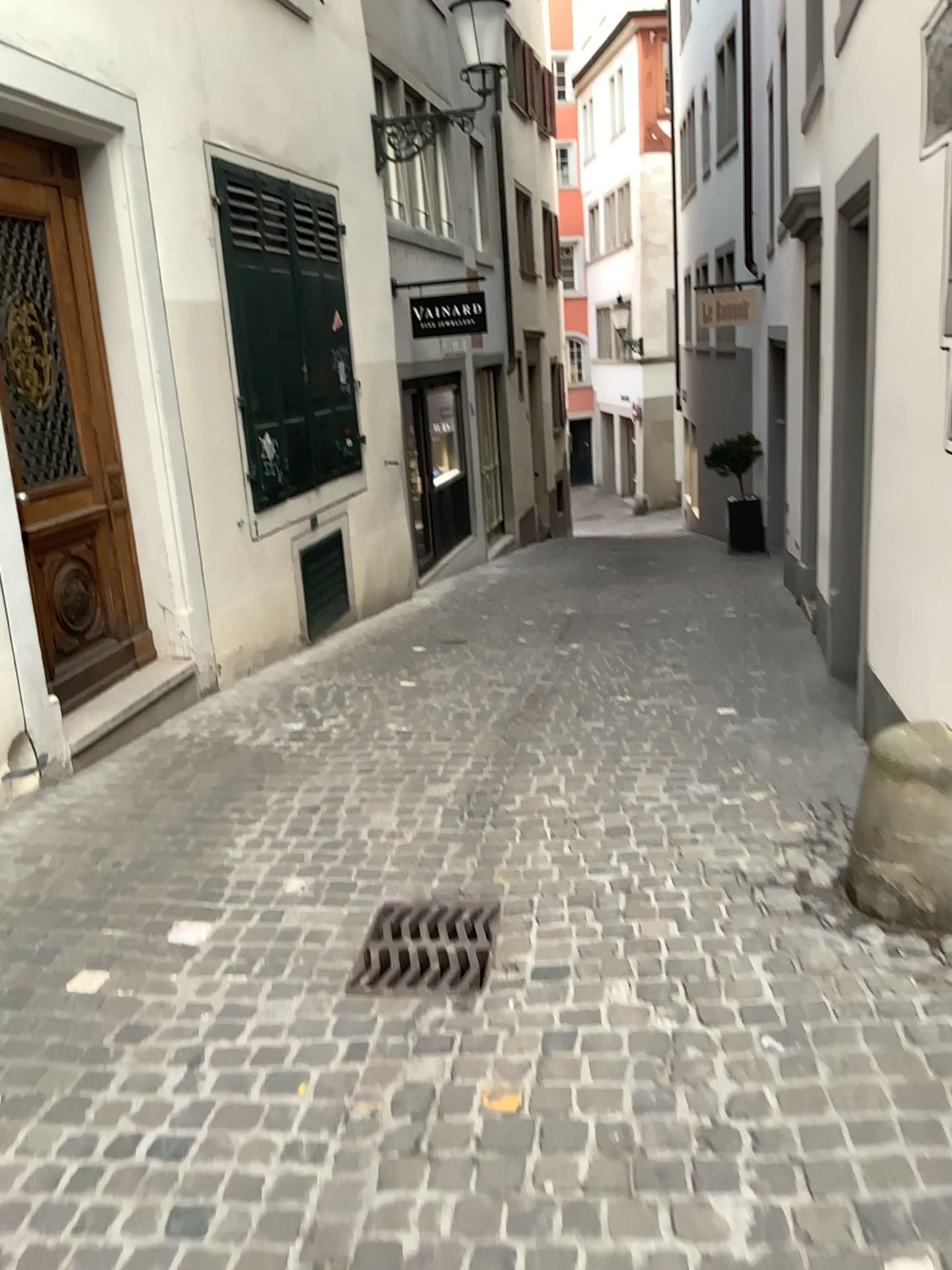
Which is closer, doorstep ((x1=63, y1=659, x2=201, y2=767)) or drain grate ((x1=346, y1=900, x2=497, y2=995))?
drain grate ((x1=346, y1=900, x2=497, y2=995))

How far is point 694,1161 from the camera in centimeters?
207cm

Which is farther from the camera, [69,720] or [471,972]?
[69,720]
